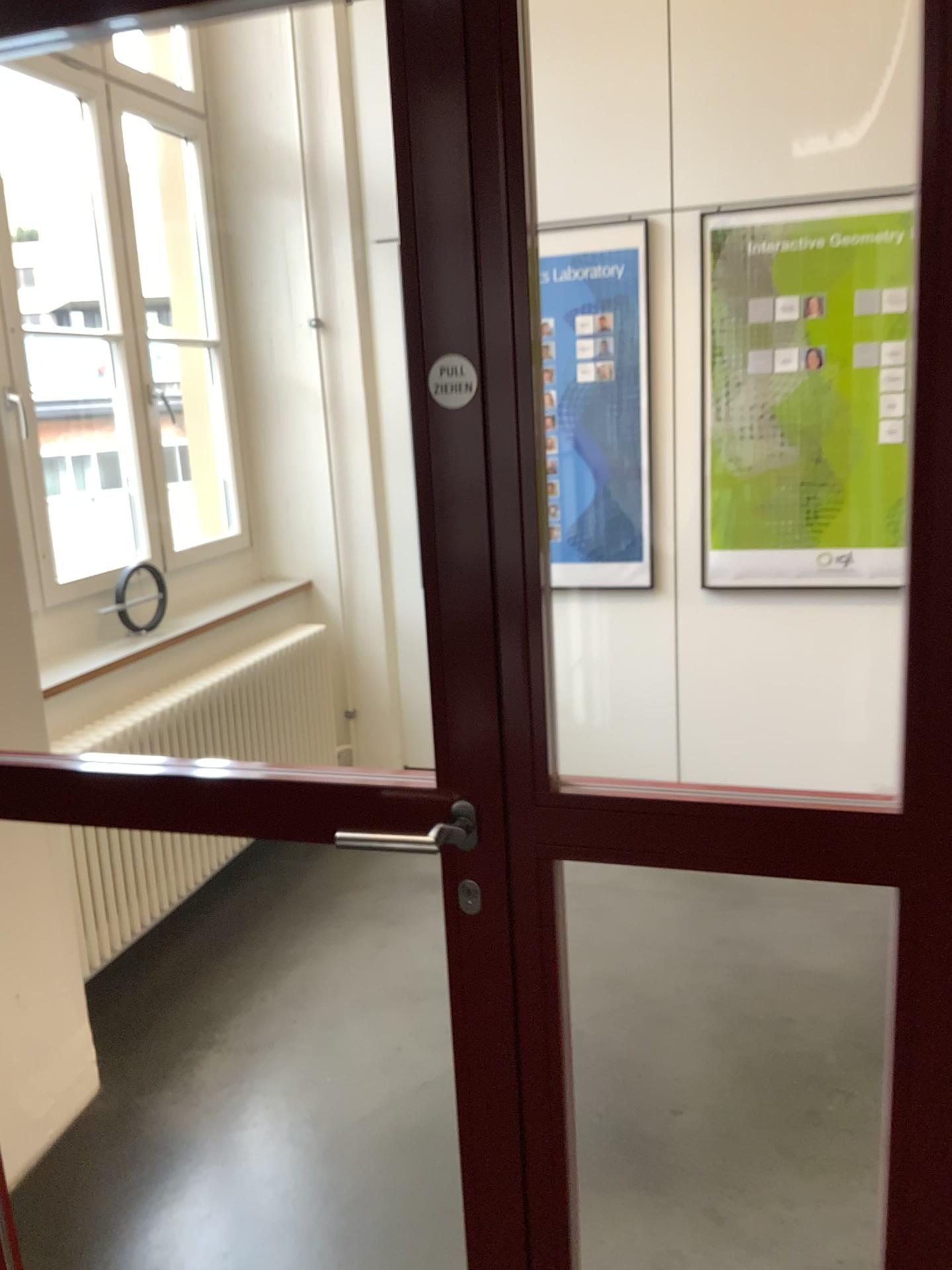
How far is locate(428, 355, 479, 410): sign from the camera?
1.25m

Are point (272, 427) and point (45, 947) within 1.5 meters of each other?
no

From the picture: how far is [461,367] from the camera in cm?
125

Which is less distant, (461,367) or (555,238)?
(461,367)

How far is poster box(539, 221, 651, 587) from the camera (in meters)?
3.76

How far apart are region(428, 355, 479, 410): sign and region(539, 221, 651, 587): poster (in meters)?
2.65

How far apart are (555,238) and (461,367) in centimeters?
274cm

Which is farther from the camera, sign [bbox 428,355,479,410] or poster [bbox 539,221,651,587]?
poster [bbox 539,221,651,587]
